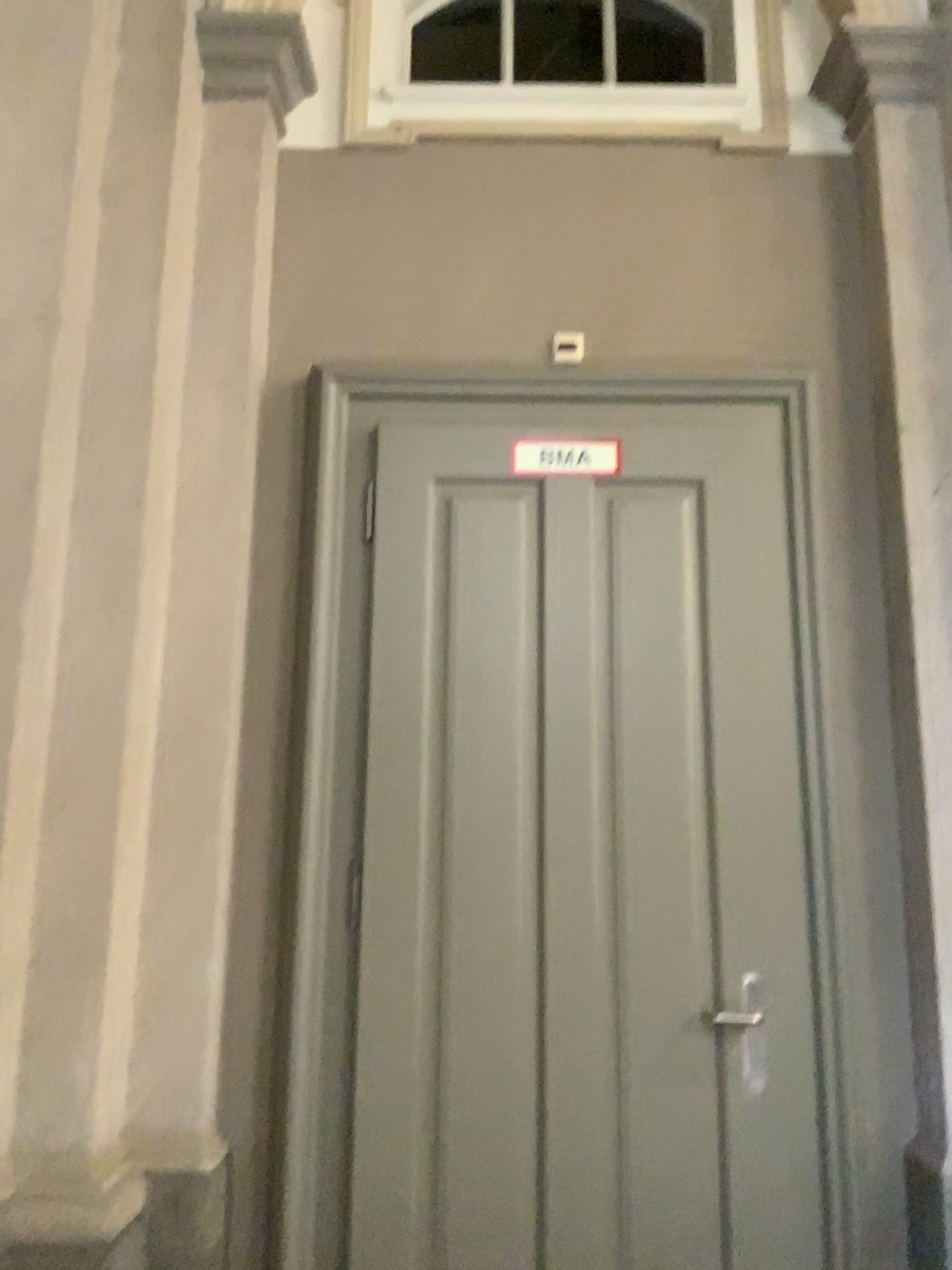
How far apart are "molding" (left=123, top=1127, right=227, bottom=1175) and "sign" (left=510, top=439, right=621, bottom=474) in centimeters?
184cm

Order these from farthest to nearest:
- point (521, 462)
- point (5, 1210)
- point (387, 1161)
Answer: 1. point (521, 462)
2. point (387, 1161)
3. point (5, 1210)

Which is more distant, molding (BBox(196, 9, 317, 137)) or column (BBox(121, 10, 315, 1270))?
molding (BBox(196, 9, 317, 137))

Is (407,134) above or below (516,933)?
above

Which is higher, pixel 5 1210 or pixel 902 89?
pixel 902 89

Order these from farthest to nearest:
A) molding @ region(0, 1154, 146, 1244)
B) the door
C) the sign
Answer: the sign, the door, molding @ region(0, 1154, 146, 1244)

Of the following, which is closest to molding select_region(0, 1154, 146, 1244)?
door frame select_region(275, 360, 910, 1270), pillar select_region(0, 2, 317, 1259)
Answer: pillar select_region(0, 2, 317, 1259)

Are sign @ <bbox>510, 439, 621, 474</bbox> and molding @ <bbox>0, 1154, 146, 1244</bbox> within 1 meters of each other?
no

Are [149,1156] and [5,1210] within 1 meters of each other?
yes

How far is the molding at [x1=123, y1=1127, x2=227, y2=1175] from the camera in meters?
2.4 m
